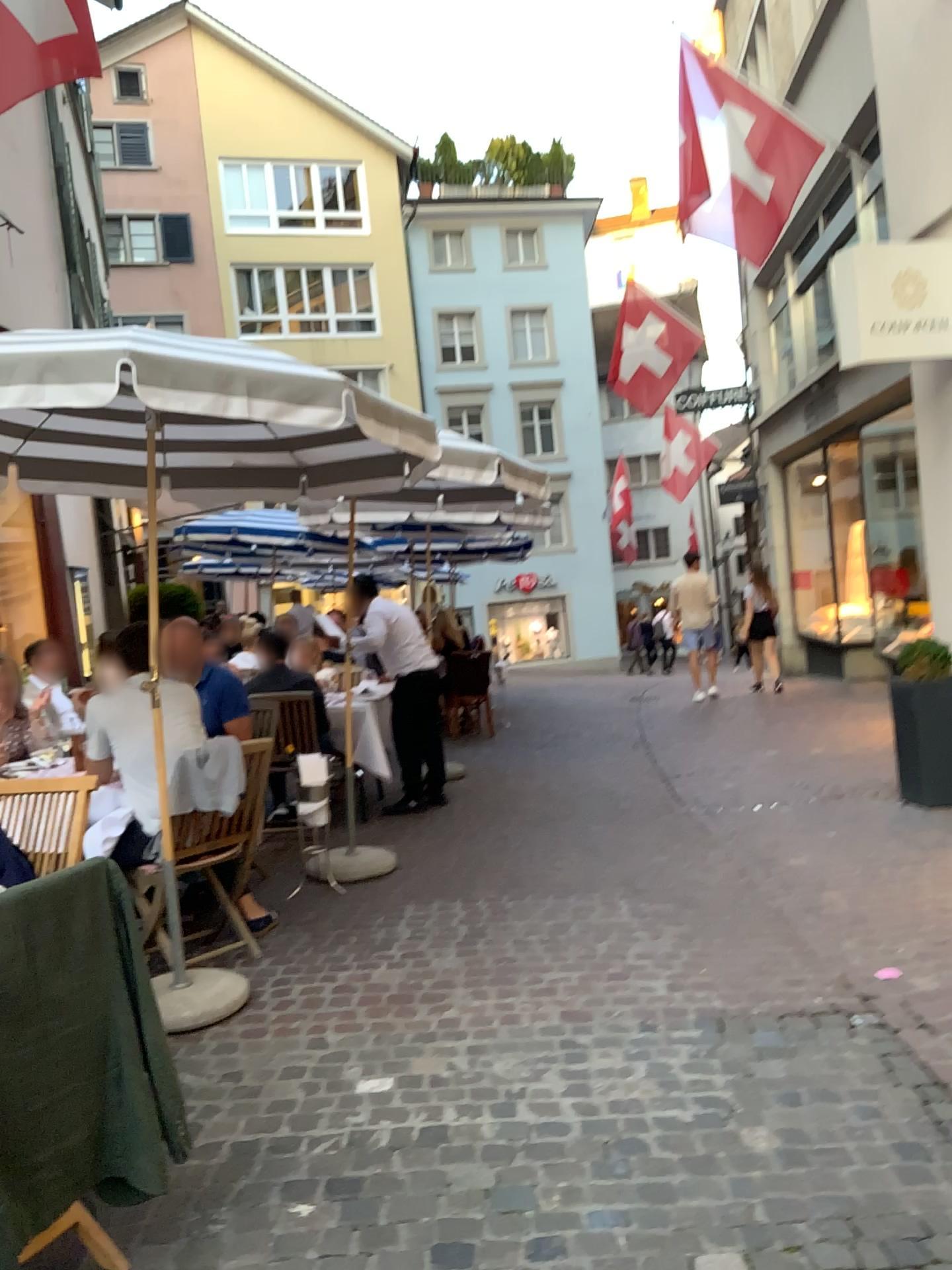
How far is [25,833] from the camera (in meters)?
3.21

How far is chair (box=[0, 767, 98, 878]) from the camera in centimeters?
321cm

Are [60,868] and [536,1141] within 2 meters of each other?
yes
